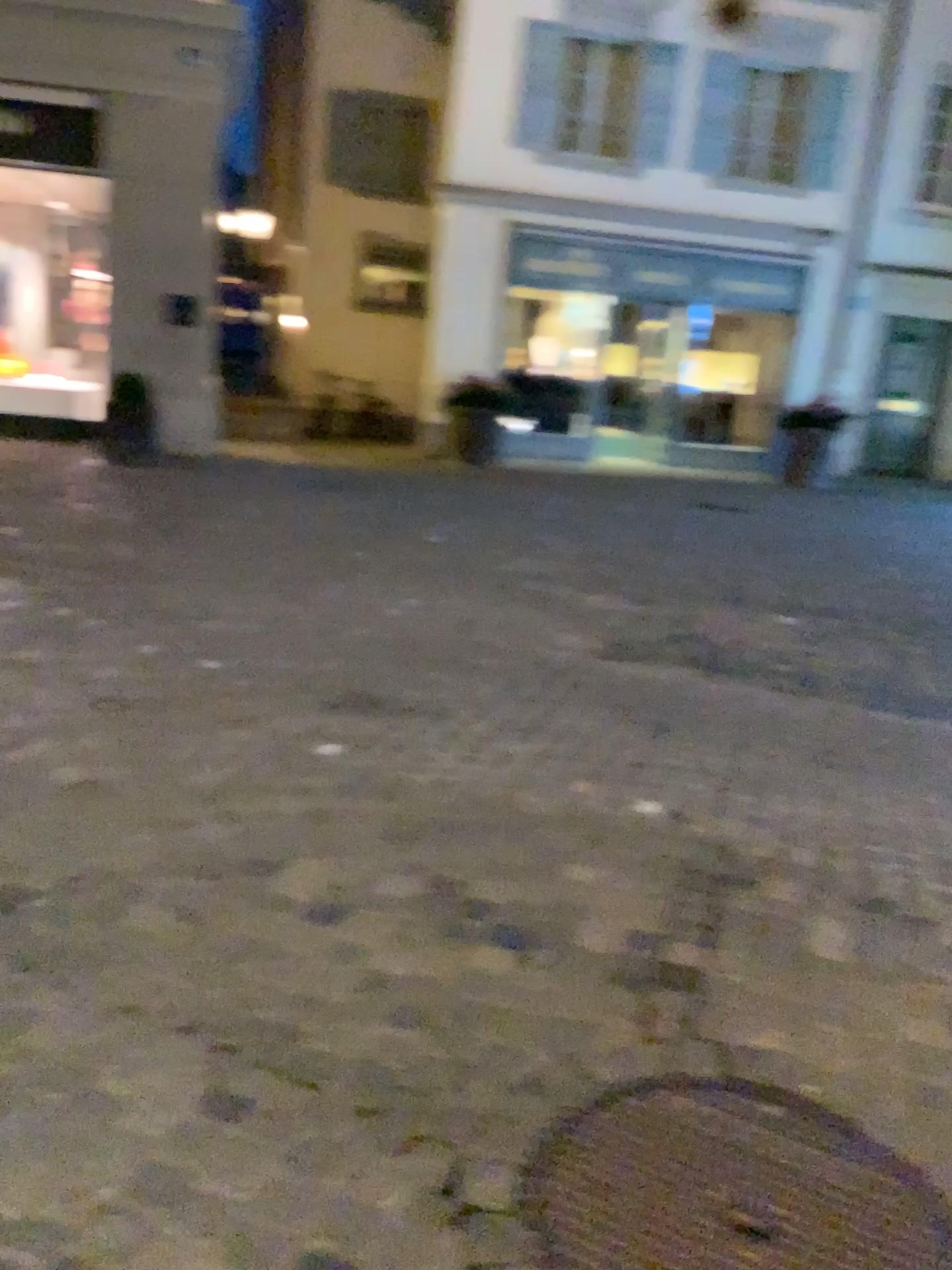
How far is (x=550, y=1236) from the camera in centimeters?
167cm

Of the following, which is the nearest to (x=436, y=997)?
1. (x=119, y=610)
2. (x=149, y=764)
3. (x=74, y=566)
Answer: (x=149, y=764)

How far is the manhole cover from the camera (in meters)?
1.67
